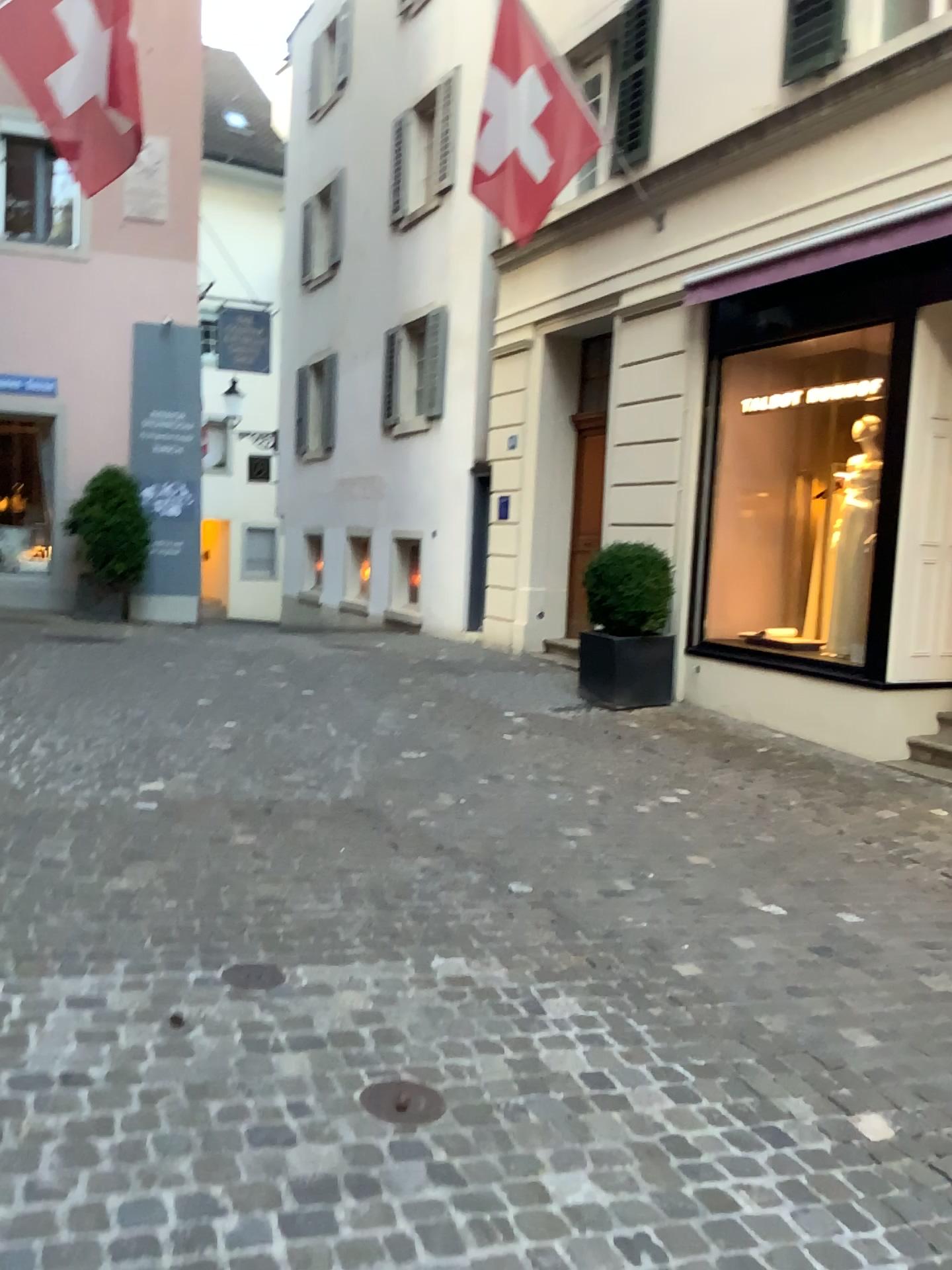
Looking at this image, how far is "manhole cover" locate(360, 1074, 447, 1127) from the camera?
2.5m

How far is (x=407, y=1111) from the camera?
2.5m

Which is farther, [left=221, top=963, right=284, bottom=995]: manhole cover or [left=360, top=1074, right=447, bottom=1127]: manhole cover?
[left=221, top=963, right=284, bottom=995]: manhole cover

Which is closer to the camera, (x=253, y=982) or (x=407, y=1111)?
(x=407, y=1111)

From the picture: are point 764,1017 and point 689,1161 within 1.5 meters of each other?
yes
